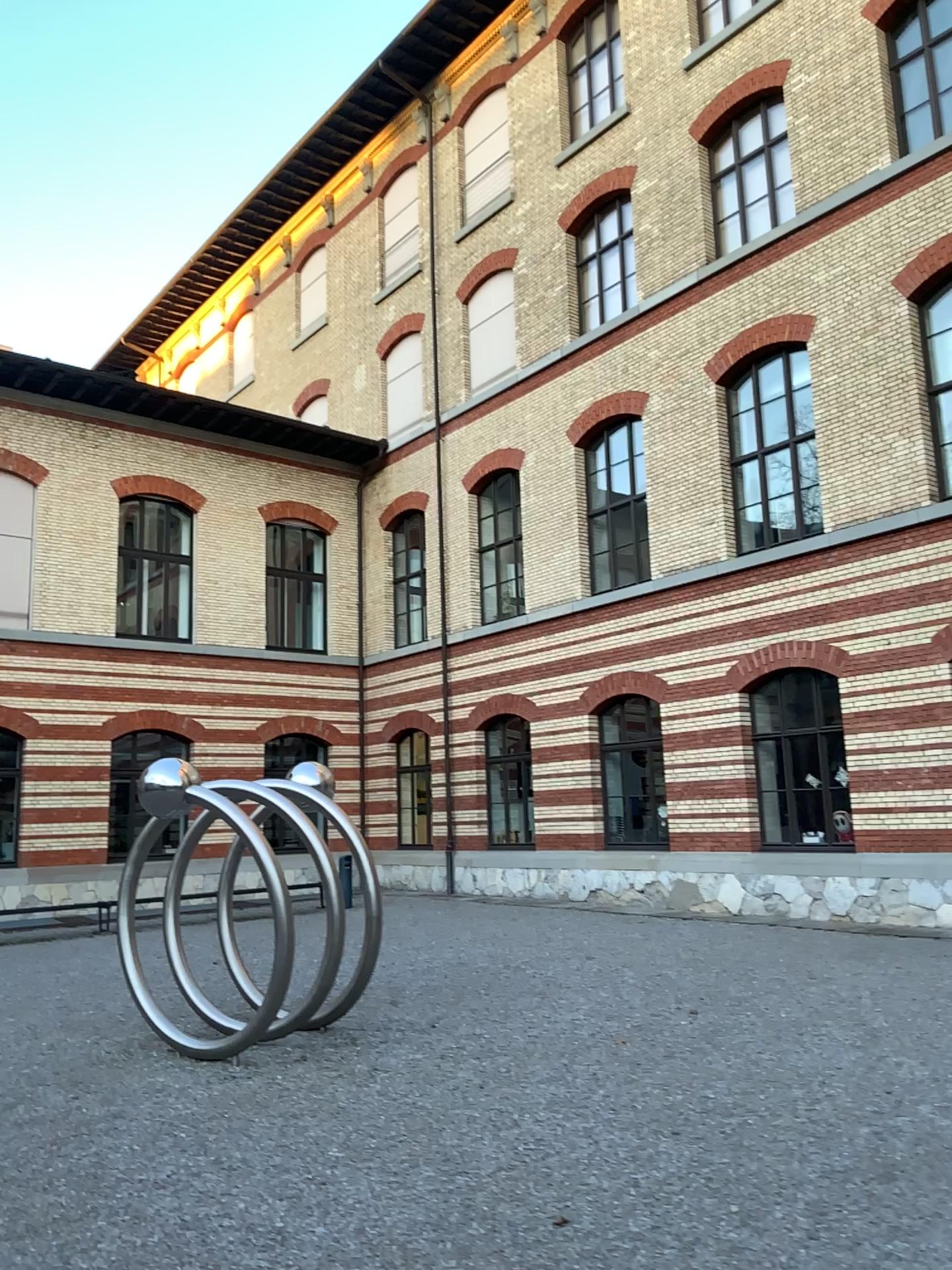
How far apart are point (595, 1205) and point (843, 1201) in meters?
1.0
